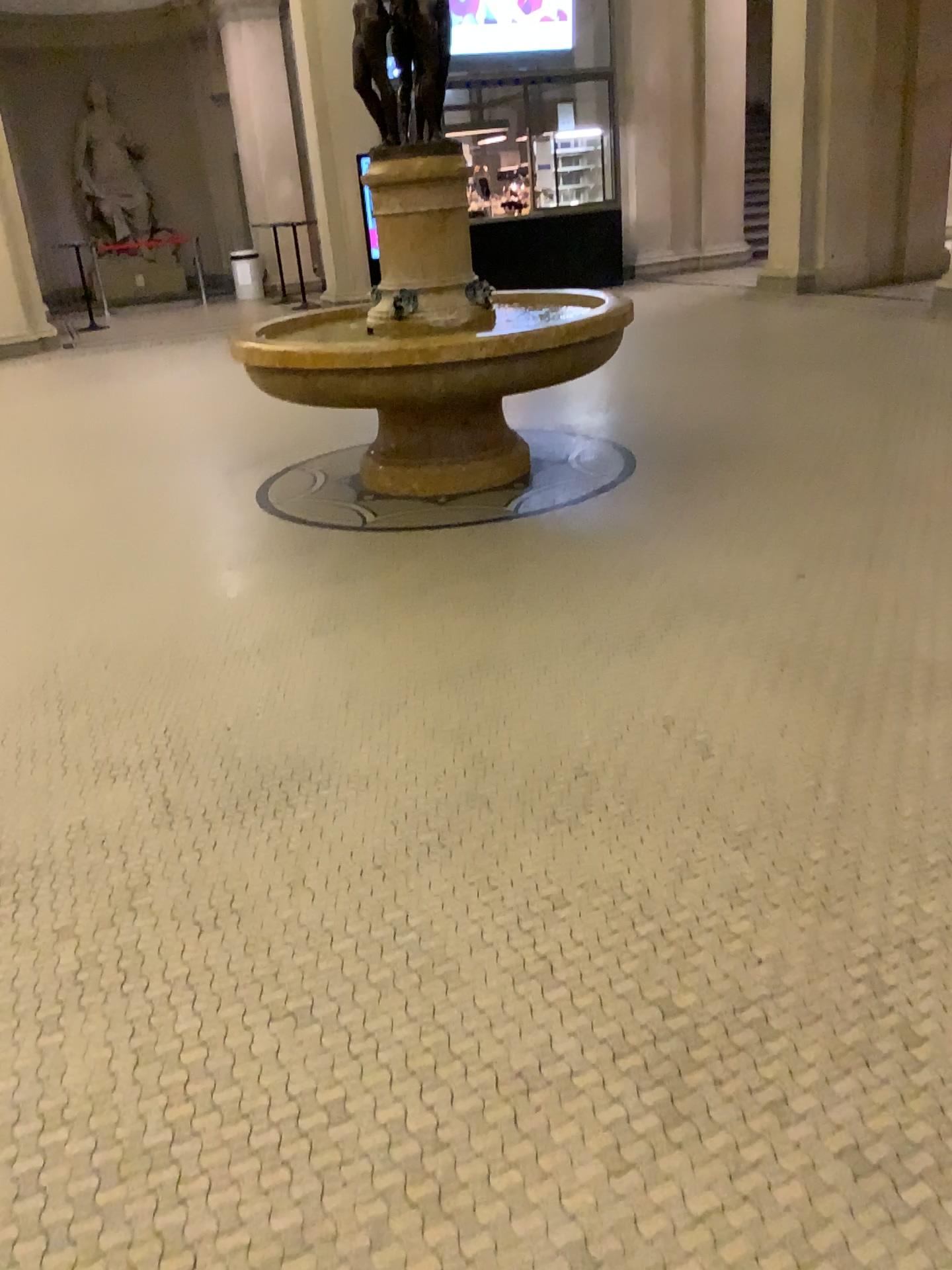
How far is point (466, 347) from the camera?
4.5 meters
